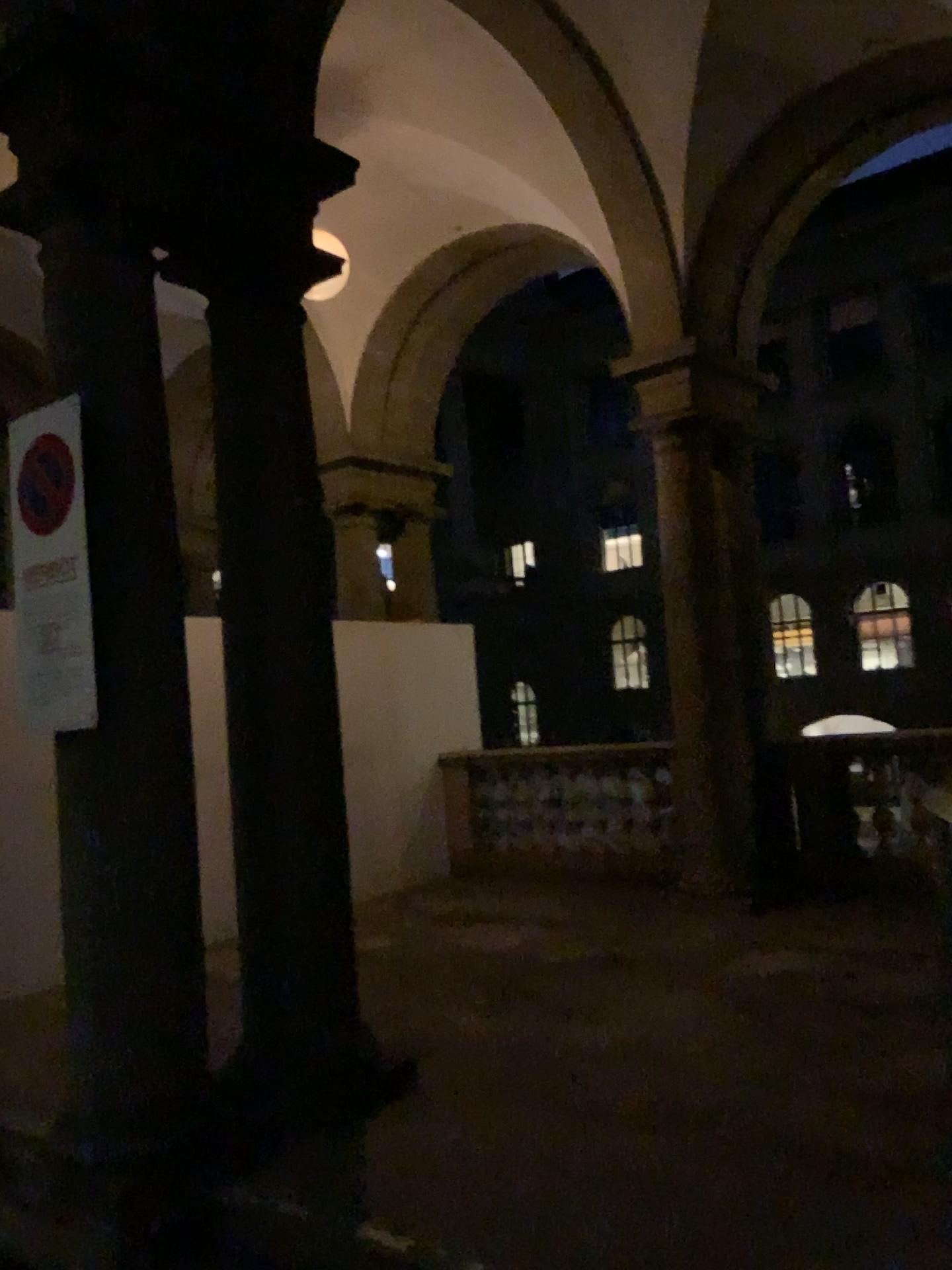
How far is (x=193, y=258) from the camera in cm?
388

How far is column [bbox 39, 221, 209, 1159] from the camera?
3.1 meters

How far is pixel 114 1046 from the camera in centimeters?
314cm
